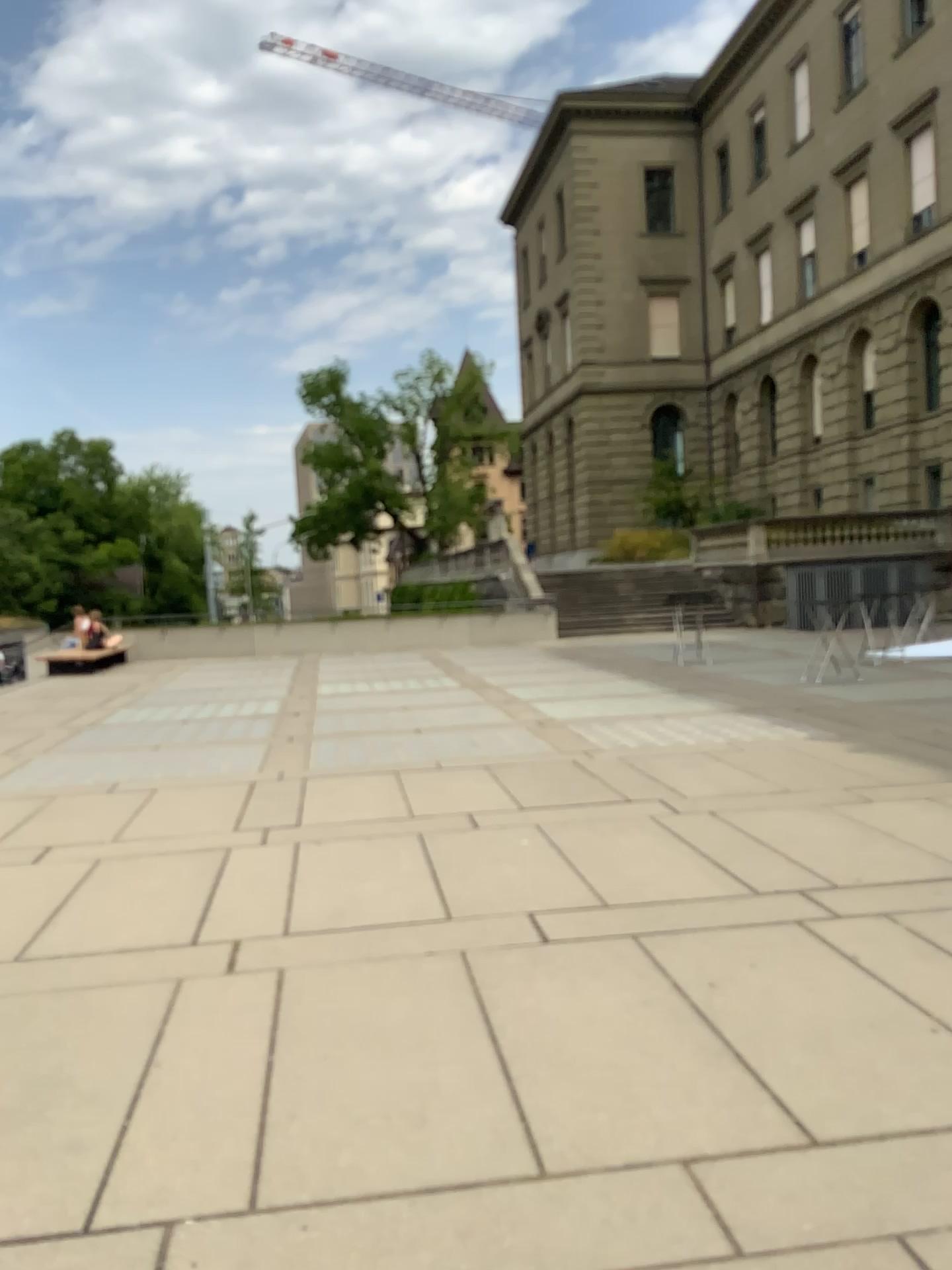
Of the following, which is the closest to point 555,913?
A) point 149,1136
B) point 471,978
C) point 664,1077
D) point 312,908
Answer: point 471,978
